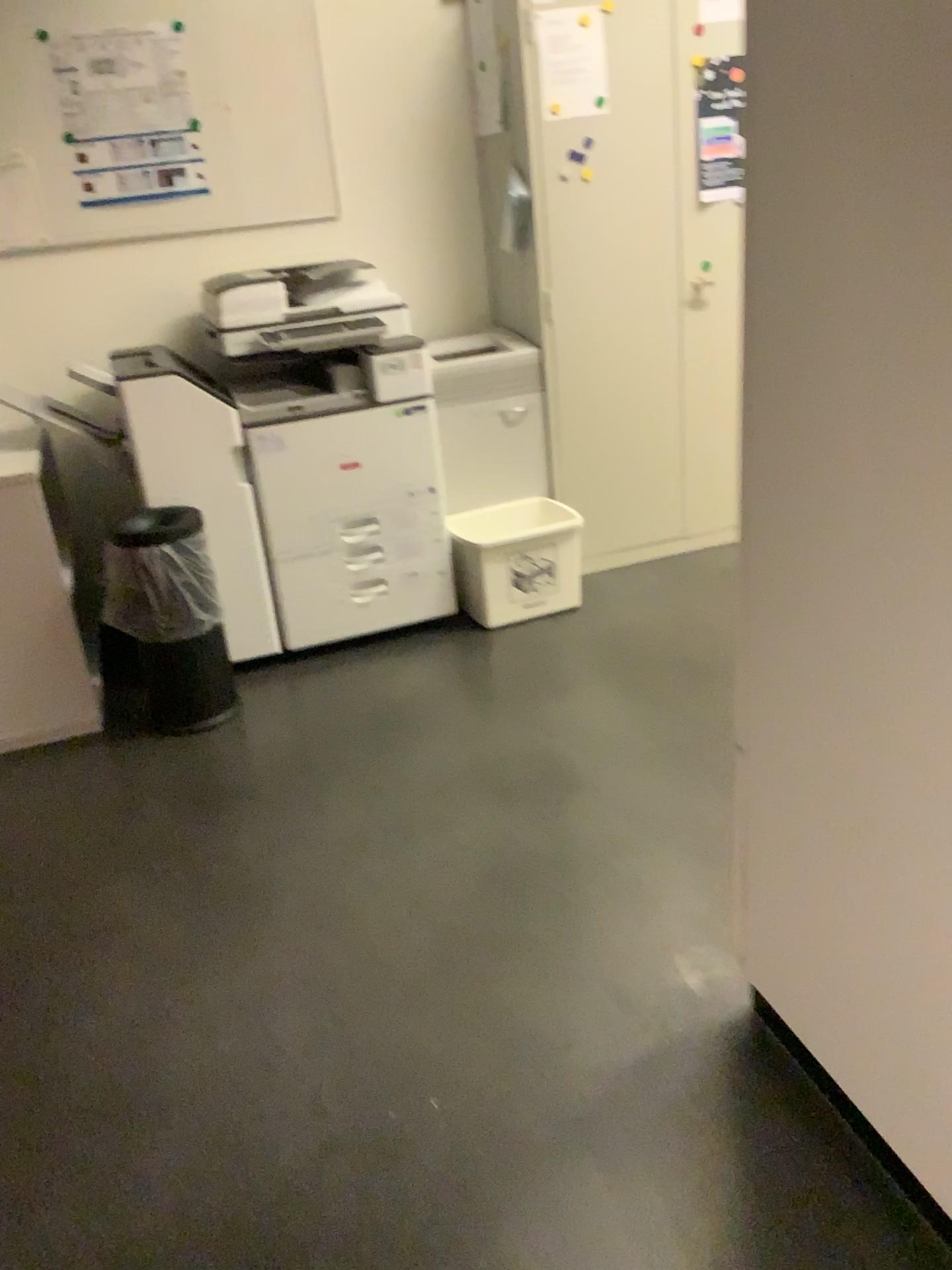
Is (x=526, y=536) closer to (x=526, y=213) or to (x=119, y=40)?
(x=526, y=213)

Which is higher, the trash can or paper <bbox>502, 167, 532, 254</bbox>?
paper <bbox>502, 167, 532, 254</bbox>

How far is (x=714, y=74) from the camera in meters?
3.4 m

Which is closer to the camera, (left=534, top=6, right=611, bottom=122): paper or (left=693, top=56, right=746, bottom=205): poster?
(left=534, top=6, right=611, bottom=122): paper

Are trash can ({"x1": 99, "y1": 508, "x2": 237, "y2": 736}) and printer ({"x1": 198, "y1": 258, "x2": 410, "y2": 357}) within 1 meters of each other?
yes

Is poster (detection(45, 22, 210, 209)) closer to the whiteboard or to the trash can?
the whiteboard

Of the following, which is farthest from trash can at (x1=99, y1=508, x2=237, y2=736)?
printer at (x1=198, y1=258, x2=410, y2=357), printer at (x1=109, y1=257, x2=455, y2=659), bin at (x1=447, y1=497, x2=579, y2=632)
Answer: bin at (x1=447, y1=497, x2=579, y2=632)

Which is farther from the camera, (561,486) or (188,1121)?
(561,486)

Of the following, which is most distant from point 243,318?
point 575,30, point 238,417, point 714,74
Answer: point 714,74

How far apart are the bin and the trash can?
0.8 meters
